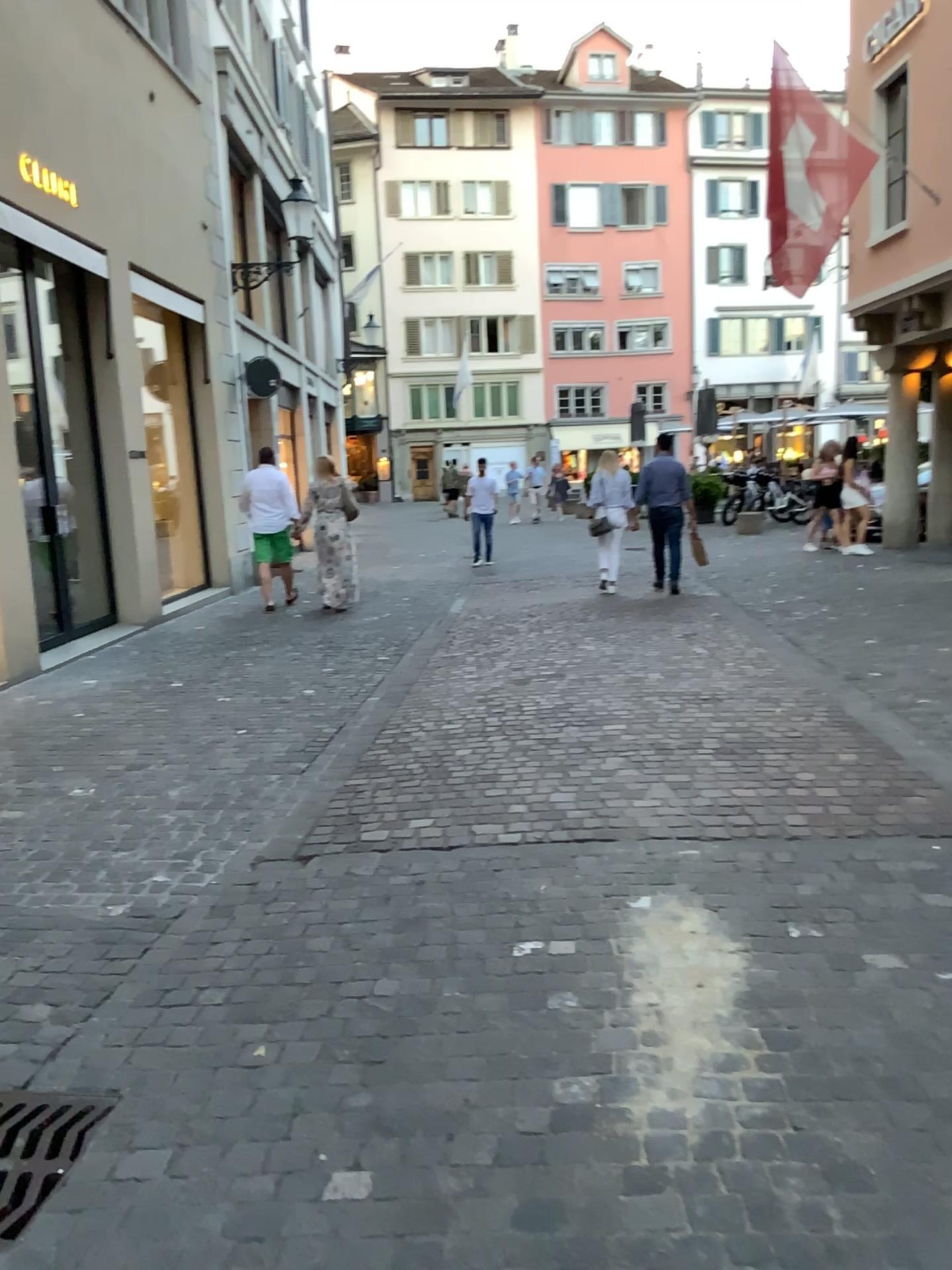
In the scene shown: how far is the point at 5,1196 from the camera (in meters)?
2.09

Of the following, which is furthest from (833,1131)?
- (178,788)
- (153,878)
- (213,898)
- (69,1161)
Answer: (178,788)

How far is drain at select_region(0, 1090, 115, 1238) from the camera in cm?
209
